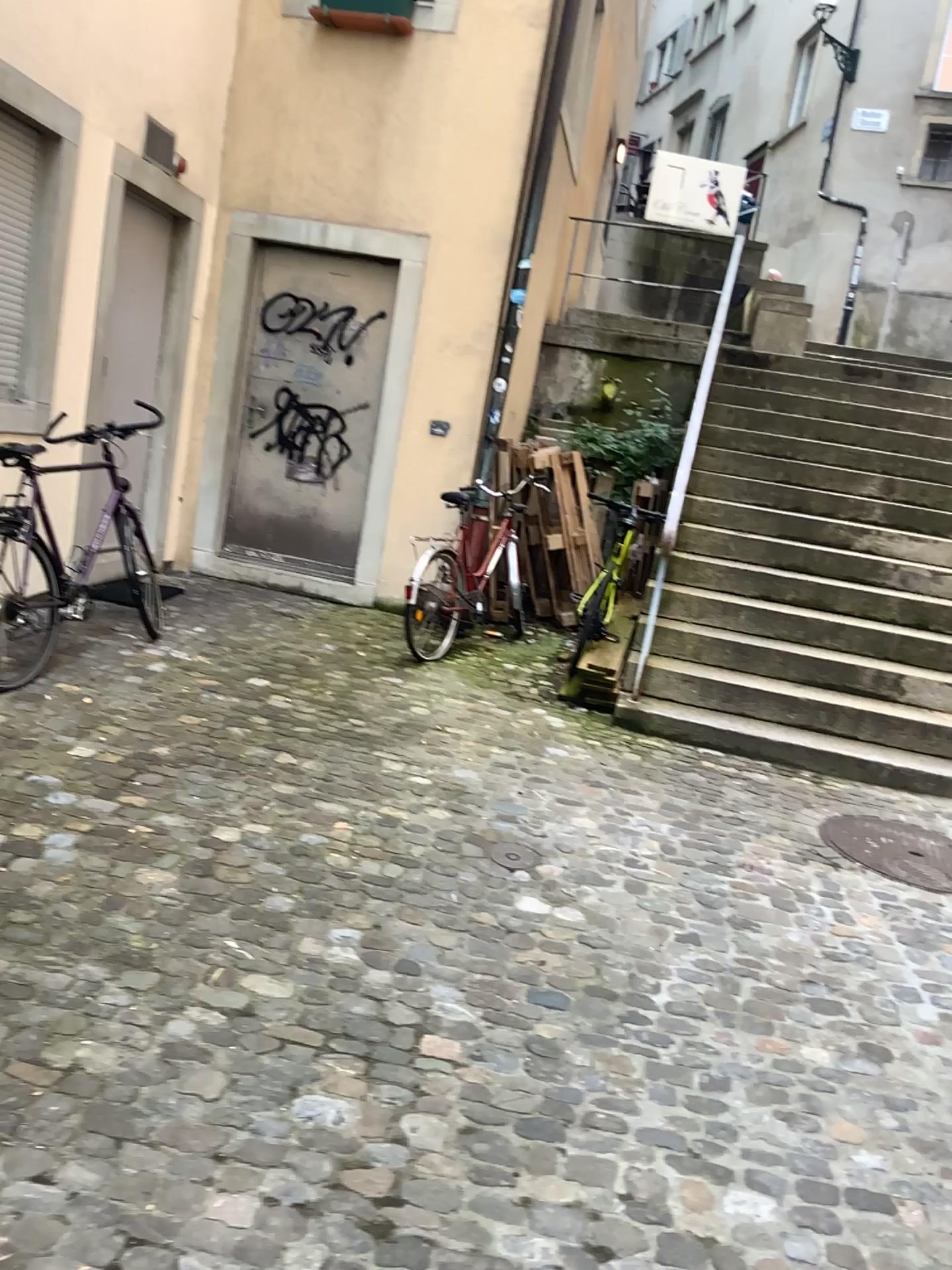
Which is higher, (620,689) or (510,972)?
(620,689)
